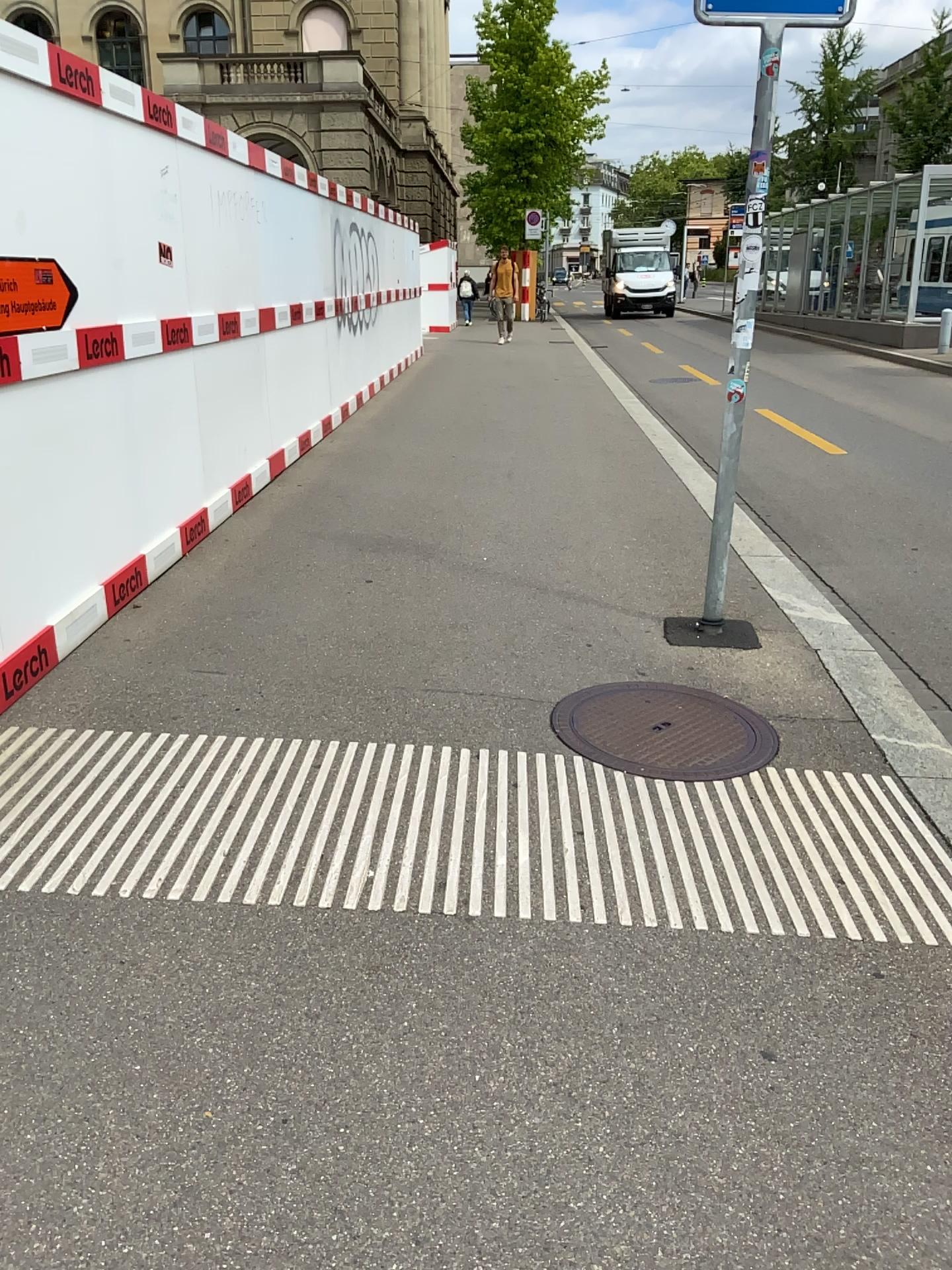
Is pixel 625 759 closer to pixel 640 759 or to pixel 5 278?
pixel 640 759

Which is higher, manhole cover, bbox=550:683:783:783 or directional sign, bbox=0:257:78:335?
directional sign, bbox=0:257:78:335

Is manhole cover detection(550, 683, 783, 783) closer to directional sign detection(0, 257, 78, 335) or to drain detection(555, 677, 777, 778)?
drain detection(555, 677, 777, 778)

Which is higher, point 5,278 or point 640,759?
point 5,278

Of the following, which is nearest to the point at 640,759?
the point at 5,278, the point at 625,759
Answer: the point at 625,759

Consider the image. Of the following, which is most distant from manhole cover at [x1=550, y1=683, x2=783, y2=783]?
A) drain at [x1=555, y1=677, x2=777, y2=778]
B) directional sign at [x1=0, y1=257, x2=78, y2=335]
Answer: directional sign at [x1=0, y1=257, x2=78, y2=335]

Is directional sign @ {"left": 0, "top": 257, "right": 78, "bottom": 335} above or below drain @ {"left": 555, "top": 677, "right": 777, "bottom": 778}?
above

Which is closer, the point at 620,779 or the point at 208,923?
the point at 208,923
